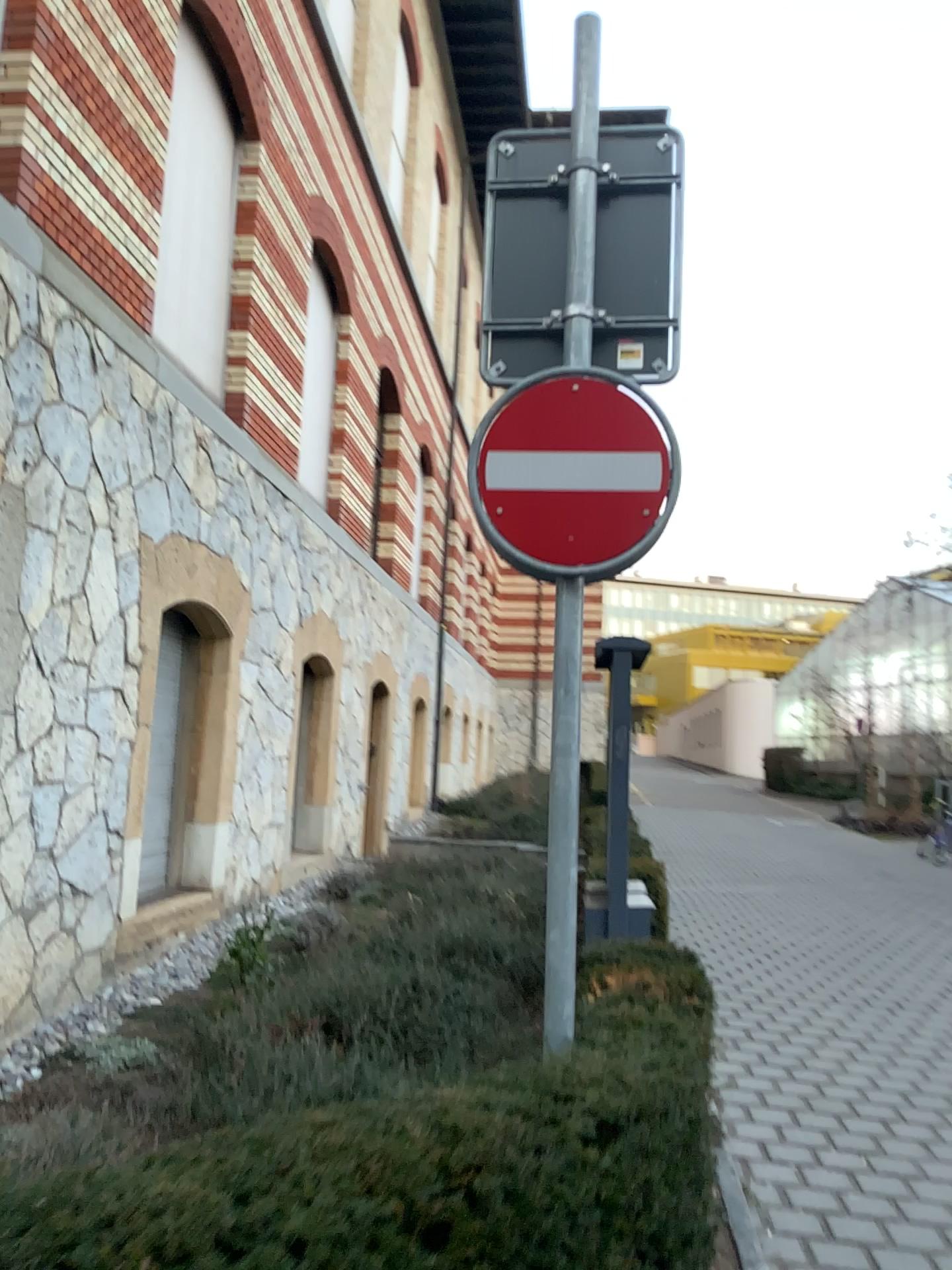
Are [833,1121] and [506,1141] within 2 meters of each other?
no
